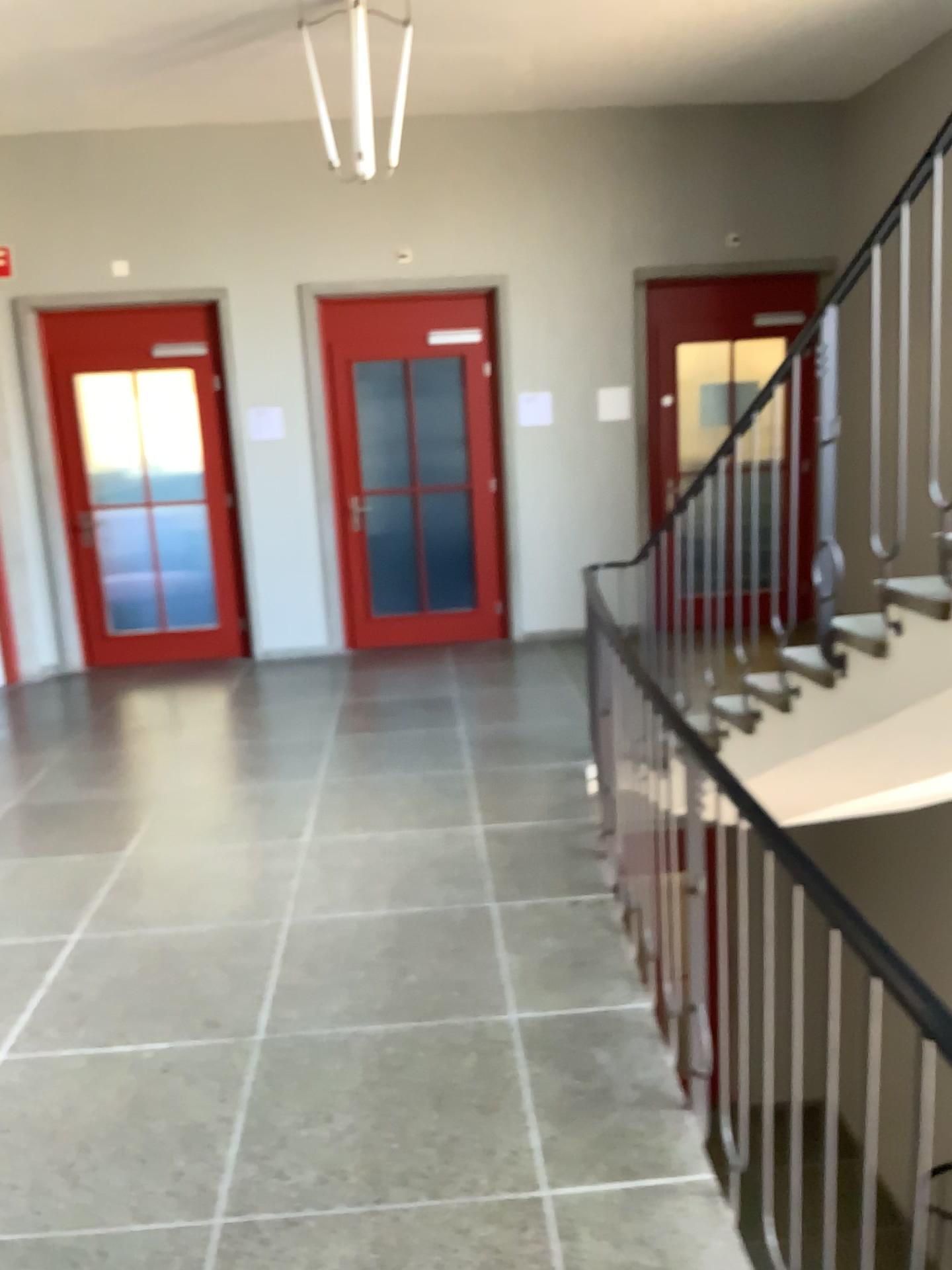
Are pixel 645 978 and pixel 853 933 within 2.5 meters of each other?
yes
